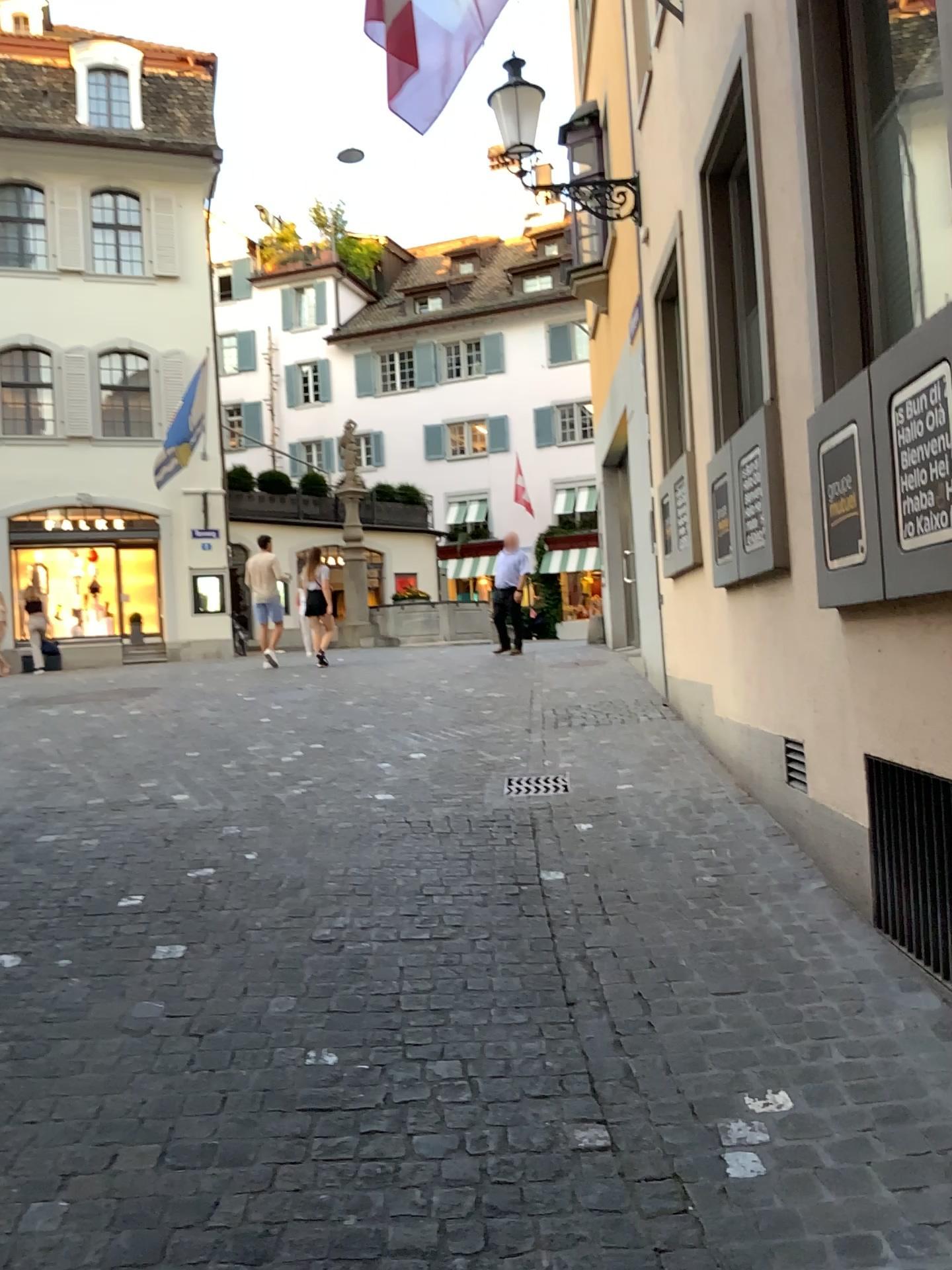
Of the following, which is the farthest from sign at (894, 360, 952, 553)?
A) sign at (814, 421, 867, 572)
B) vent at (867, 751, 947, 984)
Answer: vent at (867, 751, 947, 984)

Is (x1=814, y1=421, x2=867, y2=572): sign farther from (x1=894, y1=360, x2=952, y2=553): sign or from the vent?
the vent

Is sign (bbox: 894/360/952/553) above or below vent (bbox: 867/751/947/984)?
above

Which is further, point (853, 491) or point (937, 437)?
point (853, 491)

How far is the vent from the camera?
3.2 meters

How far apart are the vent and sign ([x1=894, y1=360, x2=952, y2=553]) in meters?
0.7 m

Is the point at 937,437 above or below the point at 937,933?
above

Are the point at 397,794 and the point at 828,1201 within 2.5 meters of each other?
no

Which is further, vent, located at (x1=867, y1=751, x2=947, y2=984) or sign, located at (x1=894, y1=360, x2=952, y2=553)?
vent, located at (x1=867, y1=751, x2=947, y2=984)

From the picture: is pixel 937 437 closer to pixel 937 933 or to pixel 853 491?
pixel 853 491
